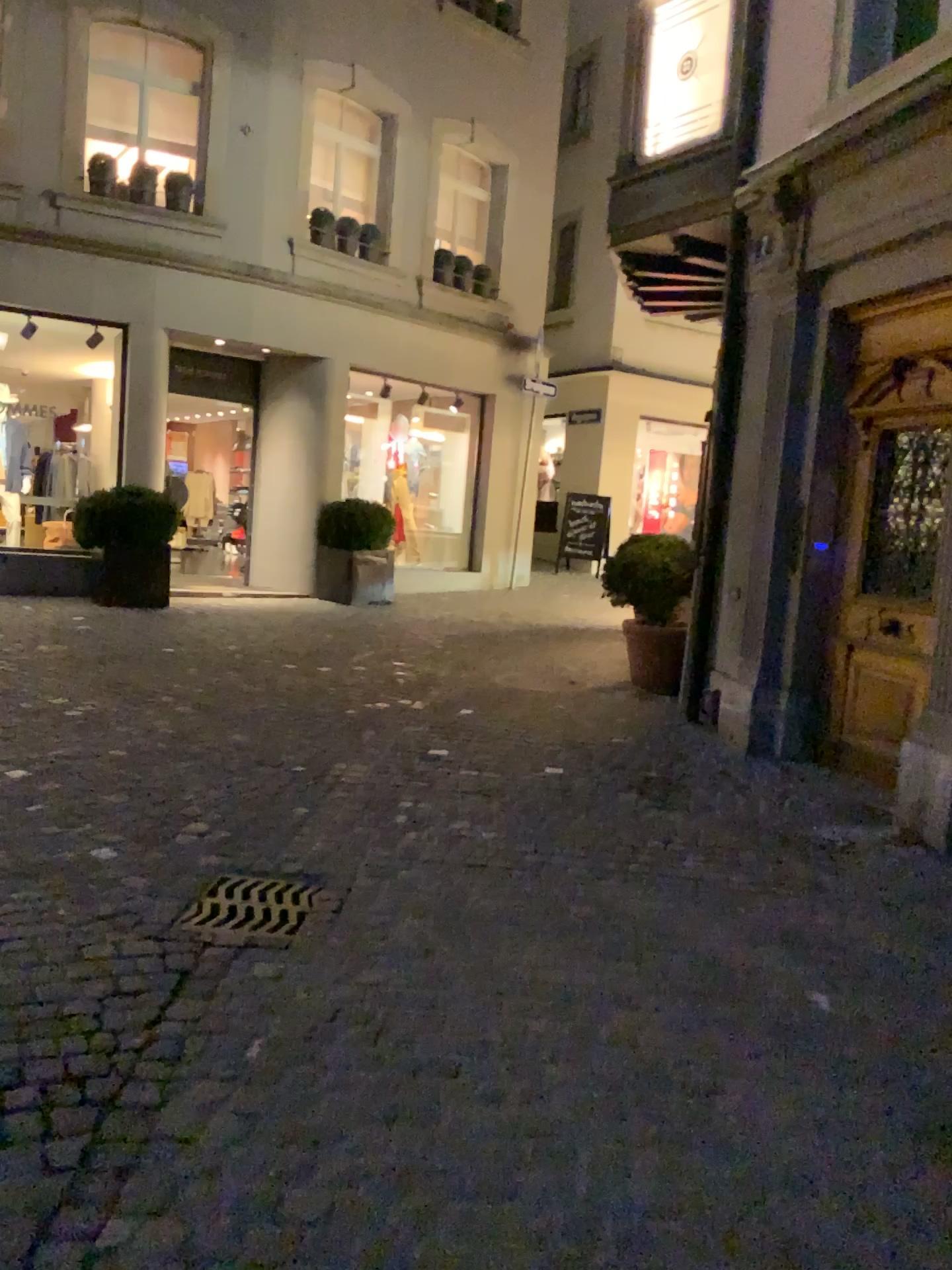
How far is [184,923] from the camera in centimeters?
310cm

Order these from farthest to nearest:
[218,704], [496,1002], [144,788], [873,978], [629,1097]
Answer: [218,704] → [144,788] → [873,978] → [496,1002] → [629,1097]

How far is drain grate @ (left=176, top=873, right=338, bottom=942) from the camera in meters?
Result: 3.1 m
